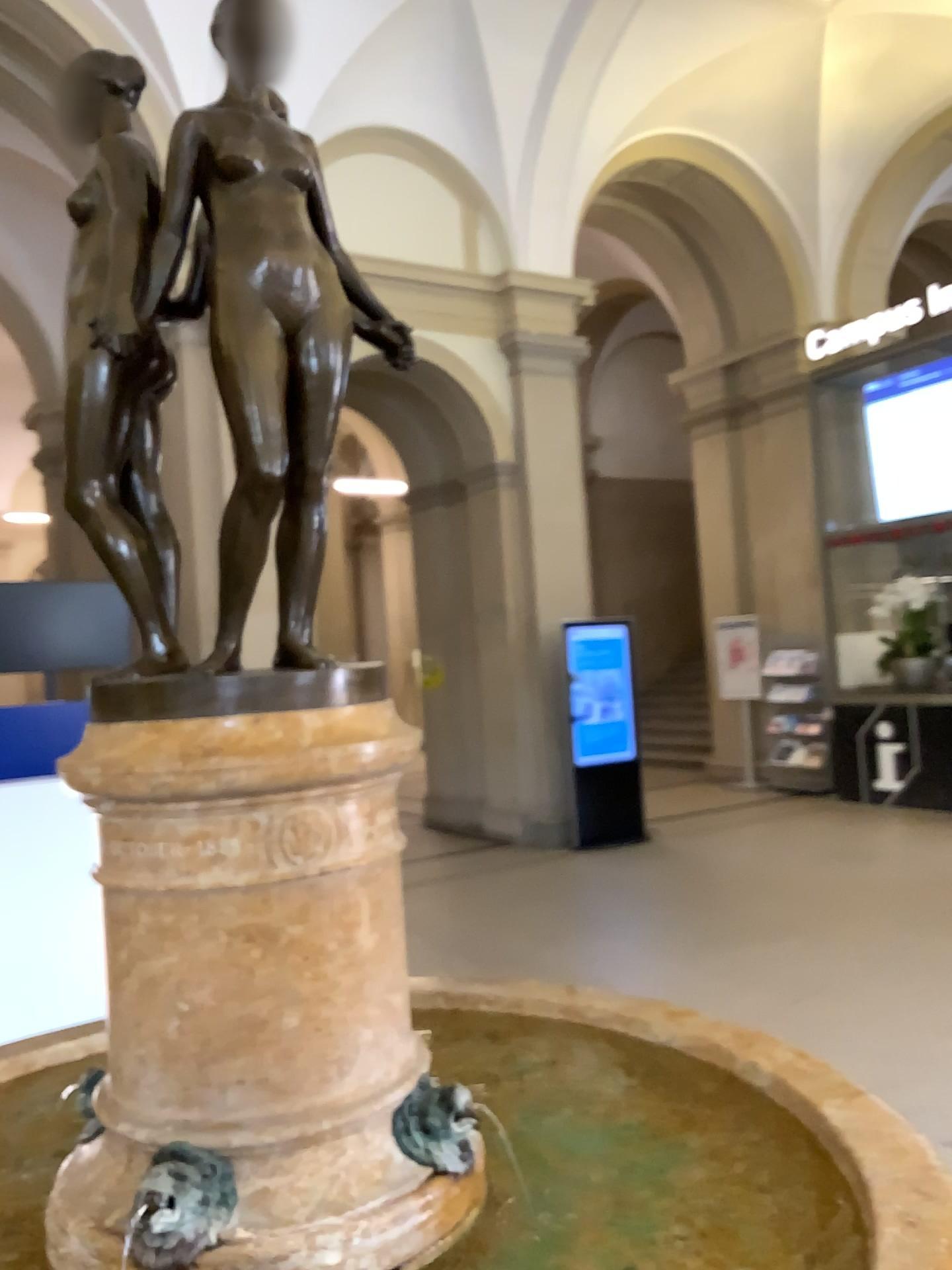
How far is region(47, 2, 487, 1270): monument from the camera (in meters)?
1.41

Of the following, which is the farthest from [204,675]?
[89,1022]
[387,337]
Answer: [89,1022]

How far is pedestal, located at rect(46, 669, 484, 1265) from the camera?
1.4m

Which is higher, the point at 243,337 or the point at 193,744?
the point at 243,337

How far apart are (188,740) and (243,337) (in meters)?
0.55

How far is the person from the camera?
1.5 meters

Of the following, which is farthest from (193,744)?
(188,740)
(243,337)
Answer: (243,337)
